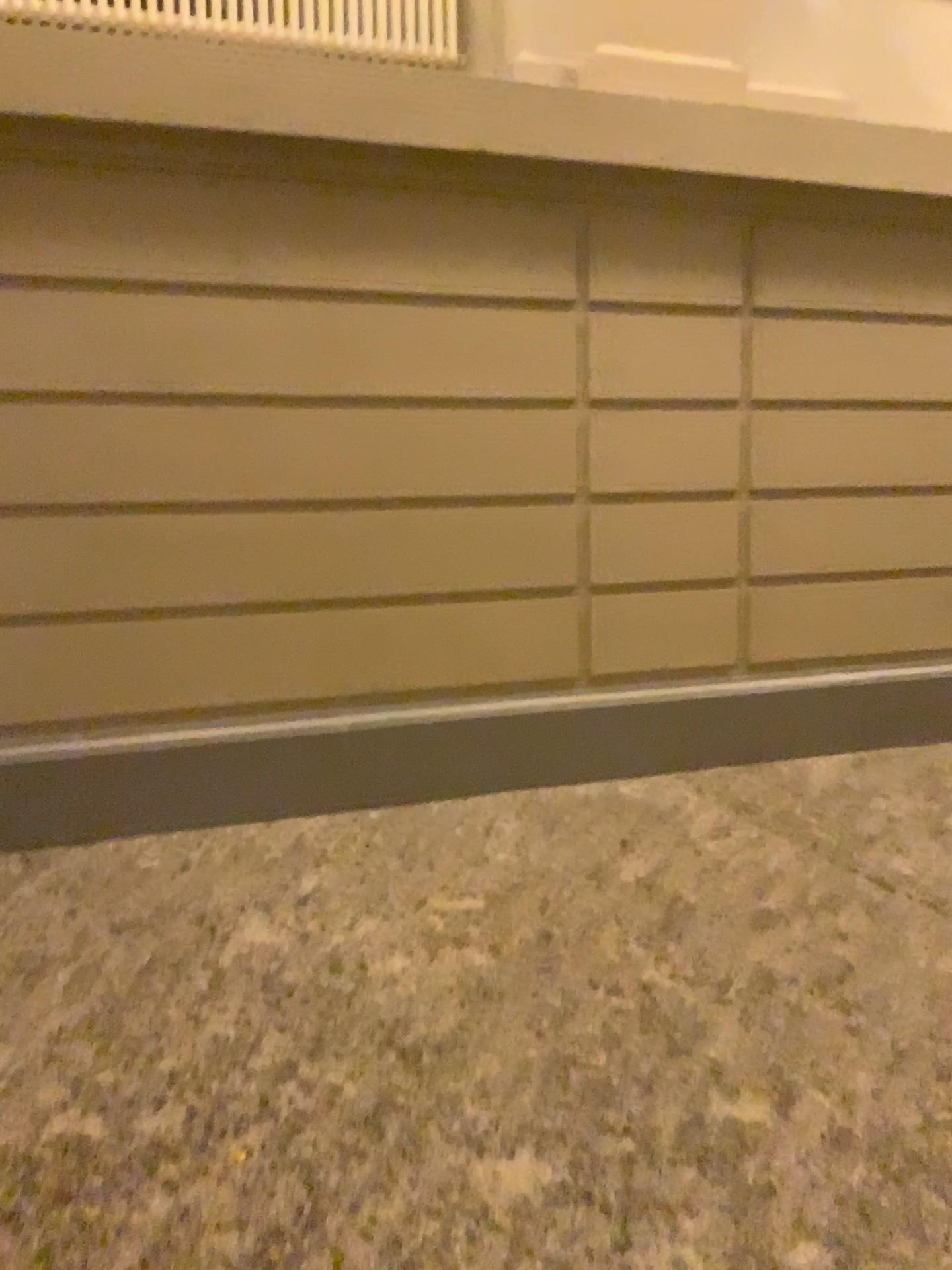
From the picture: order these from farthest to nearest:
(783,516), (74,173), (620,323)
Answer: (783,516), (620,323), (74,173)

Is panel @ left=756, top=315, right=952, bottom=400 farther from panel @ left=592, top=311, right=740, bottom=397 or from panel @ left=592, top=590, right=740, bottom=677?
panel @ left=592, top=590, right=740, bottom=677

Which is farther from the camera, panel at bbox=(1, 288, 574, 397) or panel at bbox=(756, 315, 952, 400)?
panel at bbox=(756, 315, 952, 400)

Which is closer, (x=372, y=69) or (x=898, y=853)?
(x=898, y=853)

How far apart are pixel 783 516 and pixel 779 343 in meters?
0.6

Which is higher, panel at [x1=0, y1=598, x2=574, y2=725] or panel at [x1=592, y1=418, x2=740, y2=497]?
panel at [x1=592, y1=418, x2=740, y2=497]

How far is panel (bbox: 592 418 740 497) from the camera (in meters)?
3.47

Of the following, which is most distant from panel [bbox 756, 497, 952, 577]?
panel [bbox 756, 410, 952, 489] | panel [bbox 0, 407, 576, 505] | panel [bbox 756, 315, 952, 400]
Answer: panel [bbox 0, 407, 576, 505]

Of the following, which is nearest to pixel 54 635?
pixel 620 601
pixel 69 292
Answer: pixel 69 292

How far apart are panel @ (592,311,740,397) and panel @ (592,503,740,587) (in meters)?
0.40
